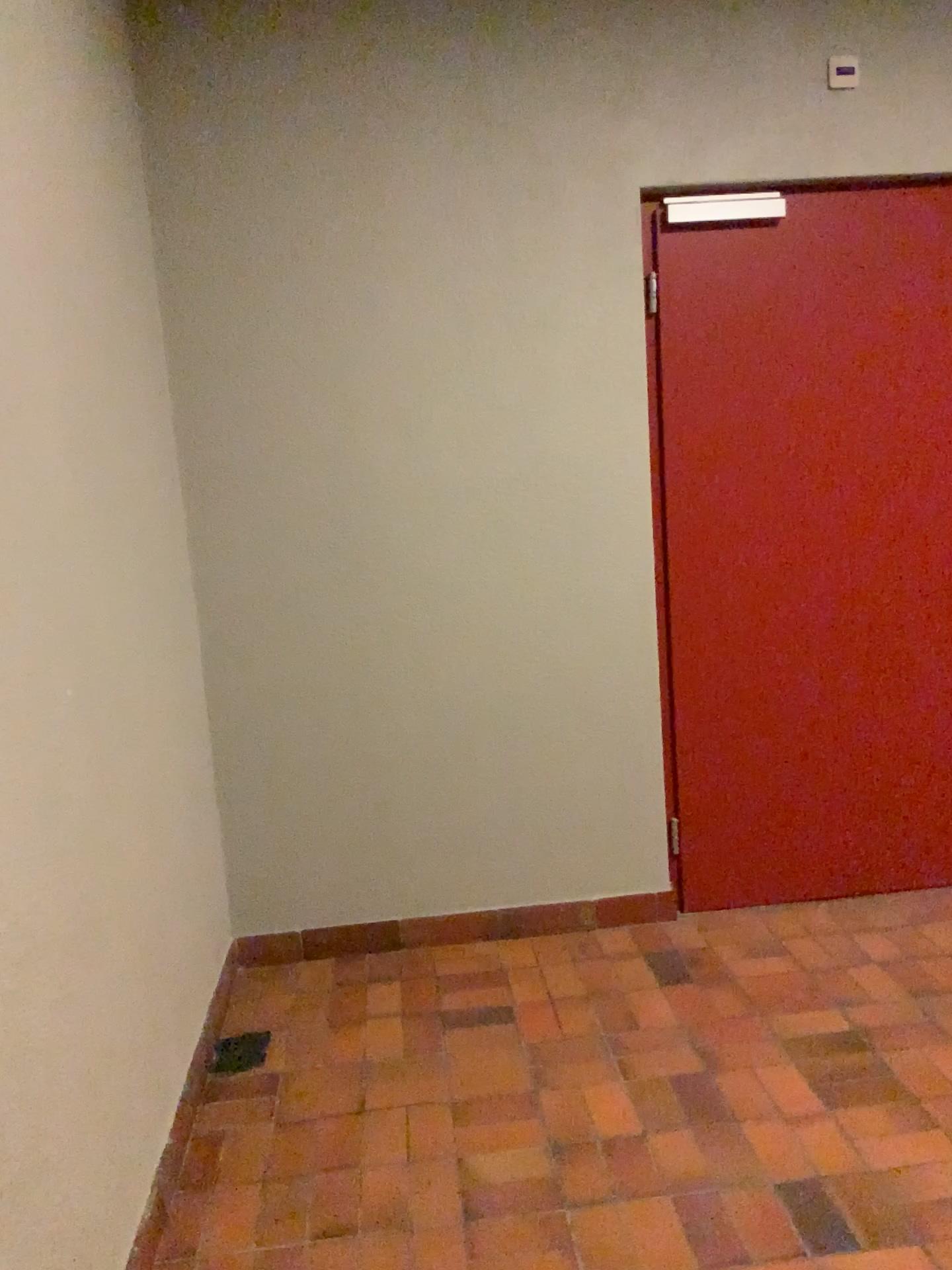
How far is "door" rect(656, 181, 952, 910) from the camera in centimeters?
309cm

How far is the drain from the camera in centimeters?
262cm

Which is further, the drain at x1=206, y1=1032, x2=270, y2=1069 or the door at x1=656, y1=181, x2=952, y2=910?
the door at x1=656, y1=181, x2=952, y2=910

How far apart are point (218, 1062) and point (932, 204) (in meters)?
3.08

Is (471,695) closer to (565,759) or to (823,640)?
(565,759)

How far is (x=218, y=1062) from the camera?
2.6m

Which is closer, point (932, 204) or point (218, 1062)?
point (218, 1062)

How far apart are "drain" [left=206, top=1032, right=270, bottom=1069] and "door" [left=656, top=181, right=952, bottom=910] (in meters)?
1.40
